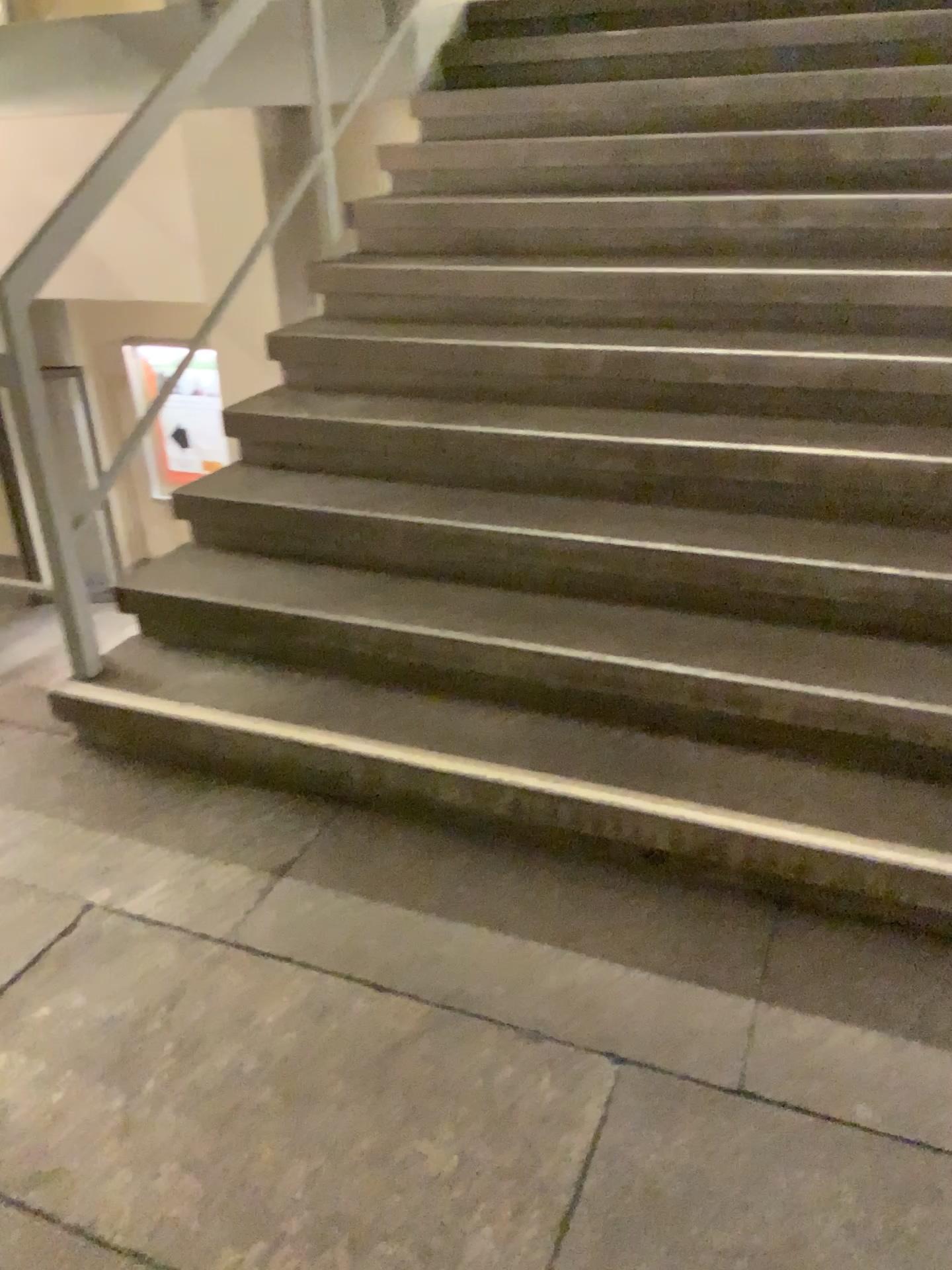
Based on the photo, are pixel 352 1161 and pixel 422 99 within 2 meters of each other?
no
